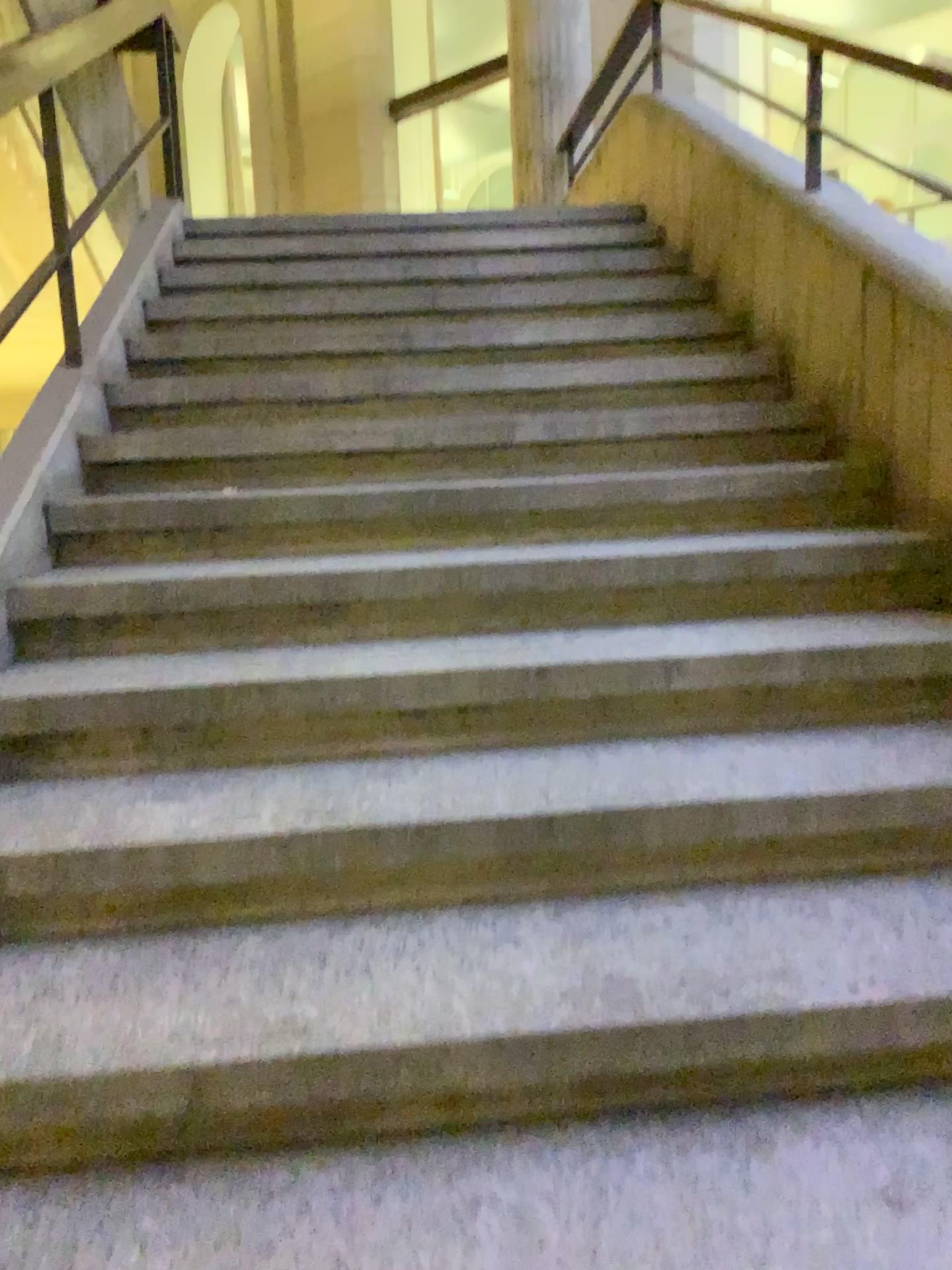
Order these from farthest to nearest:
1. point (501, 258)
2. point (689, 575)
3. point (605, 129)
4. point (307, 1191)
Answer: point (605, 129)
point (501, 258)
point (689, 575)
point (307, 1191)
